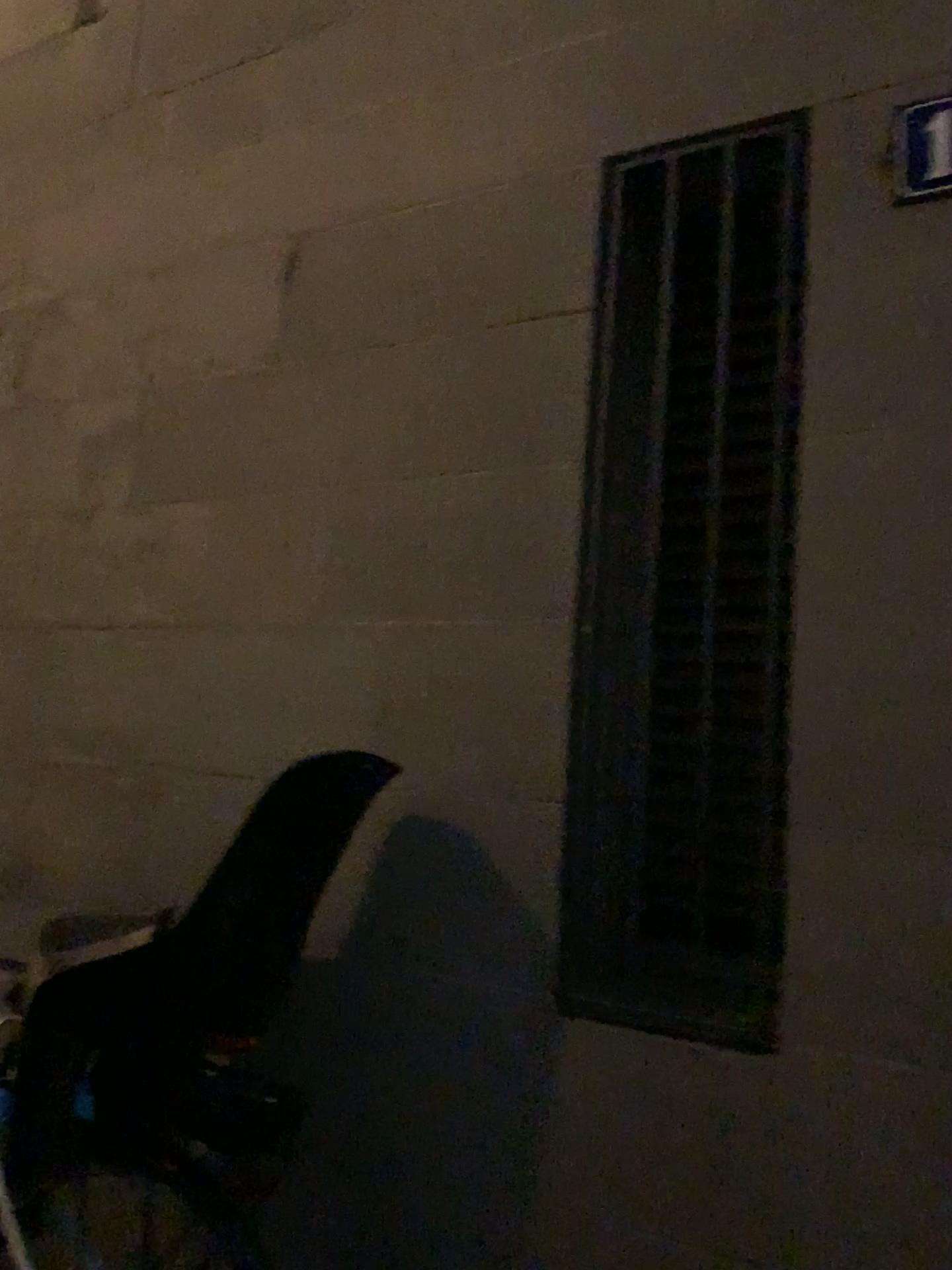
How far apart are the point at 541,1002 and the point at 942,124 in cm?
143

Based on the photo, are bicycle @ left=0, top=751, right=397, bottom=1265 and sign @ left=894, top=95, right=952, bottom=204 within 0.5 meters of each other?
no

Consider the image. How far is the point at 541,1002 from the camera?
1.66m

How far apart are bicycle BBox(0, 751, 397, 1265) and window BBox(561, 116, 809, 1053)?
0.30m

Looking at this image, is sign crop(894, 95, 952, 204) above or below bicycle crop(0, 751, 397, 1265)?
above

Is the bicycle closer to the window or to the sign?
the window

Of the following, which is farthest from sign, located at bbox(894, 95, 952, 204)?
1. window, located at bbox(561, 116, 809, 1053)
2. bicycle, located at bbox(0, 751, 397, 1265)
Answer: bicycle, located at bbox(0, 751, 397, 1265)

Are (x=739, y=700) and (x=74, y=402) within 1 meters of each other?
no

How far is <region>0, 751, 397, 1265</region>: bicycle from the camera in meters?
1.6 m

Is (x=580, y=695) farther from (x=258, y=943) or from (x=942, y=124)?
(x=942, y=124)
